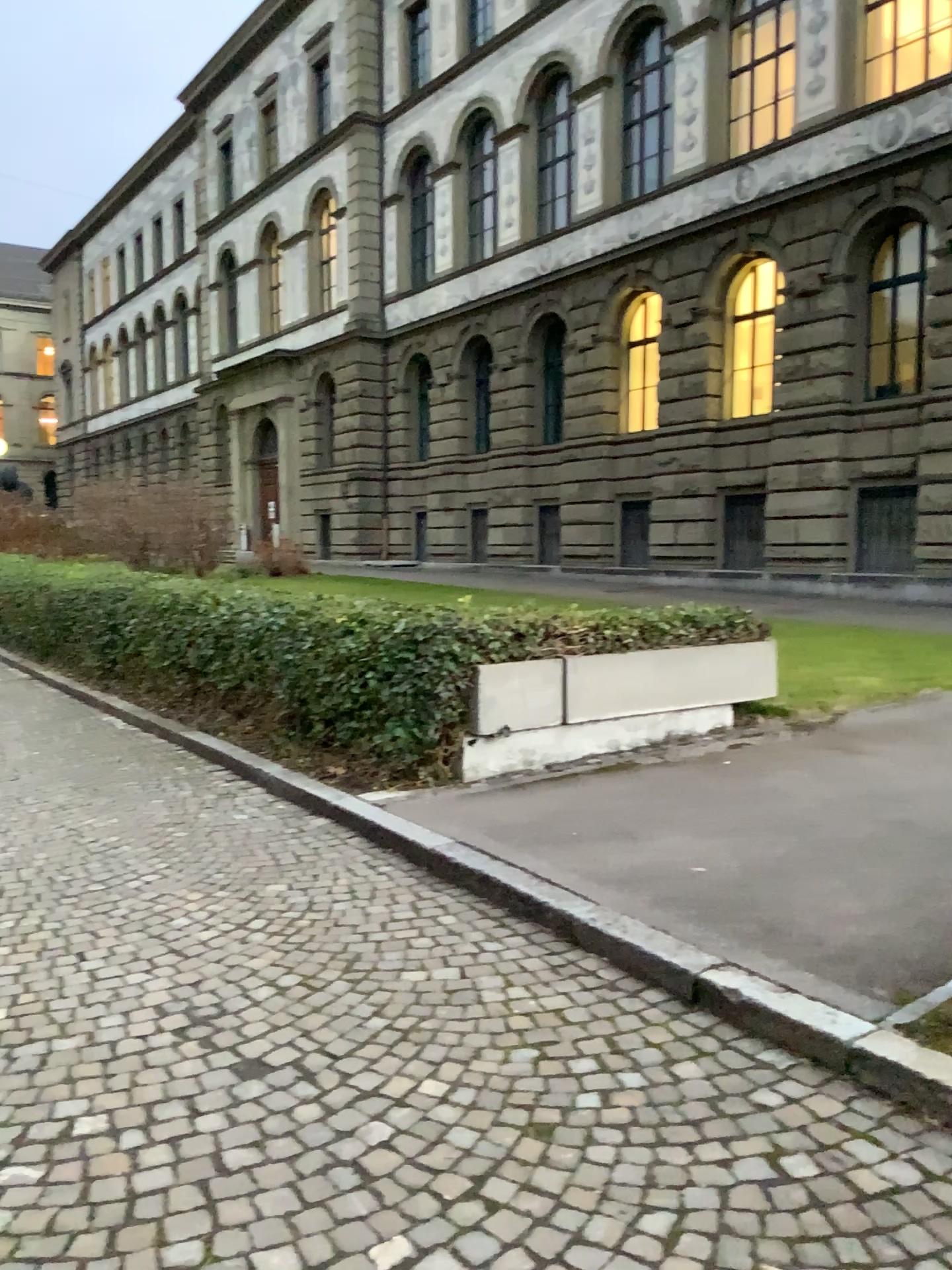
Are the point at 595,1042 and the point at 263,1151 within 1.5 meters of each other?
yes
